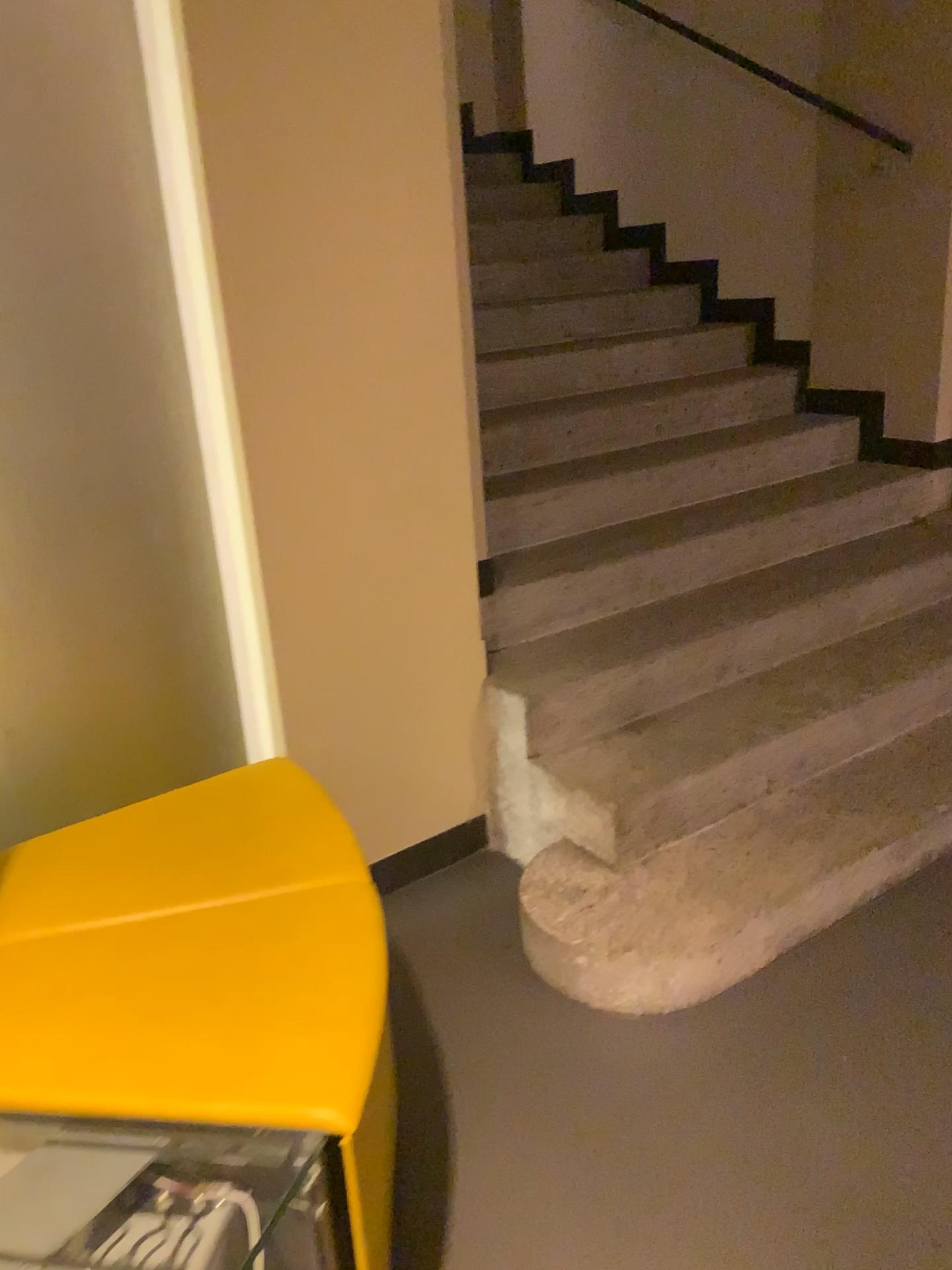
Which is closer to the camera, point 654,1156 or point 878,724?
point 654,1156
